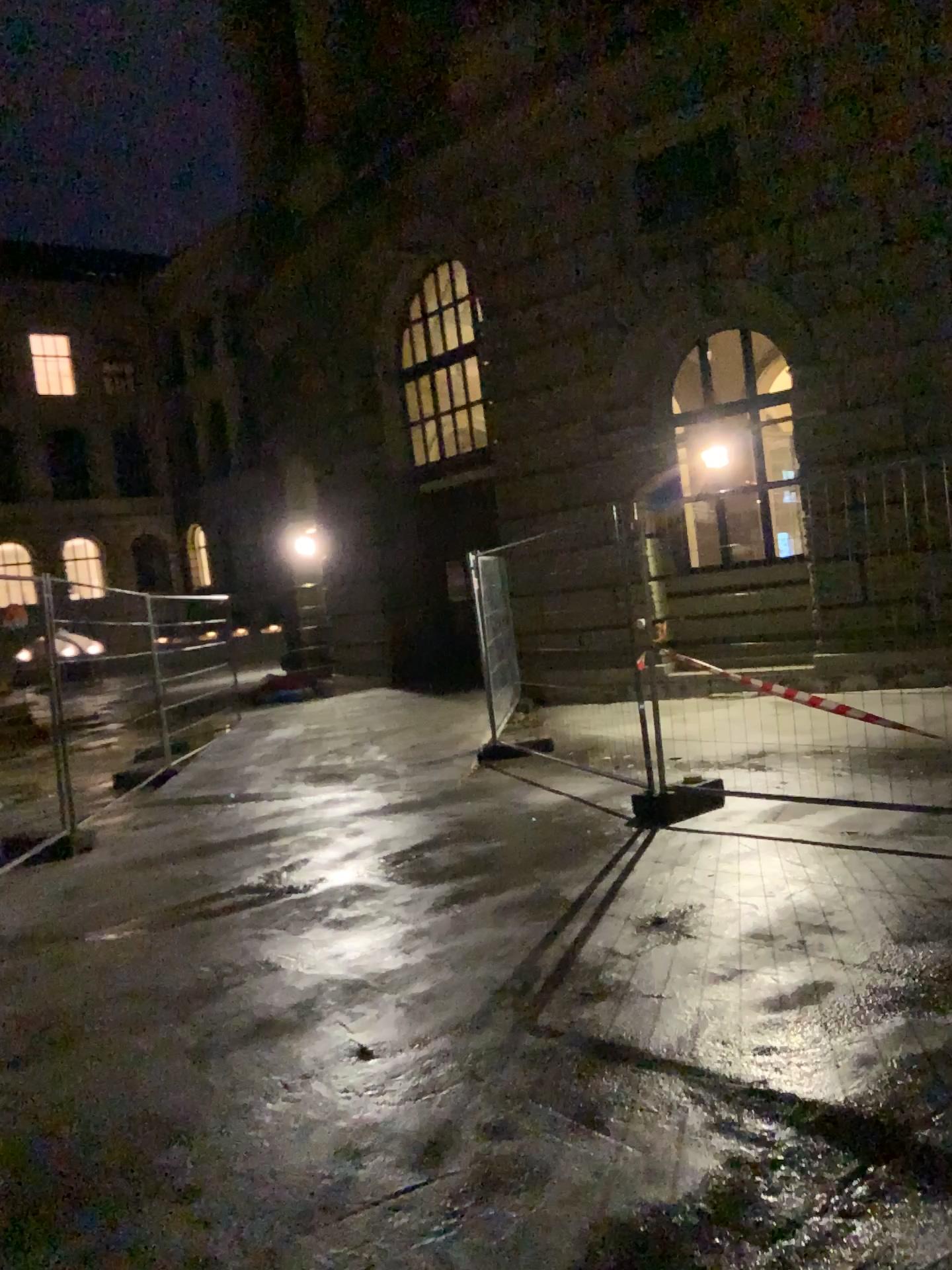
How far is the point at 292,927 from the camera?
4.9m
